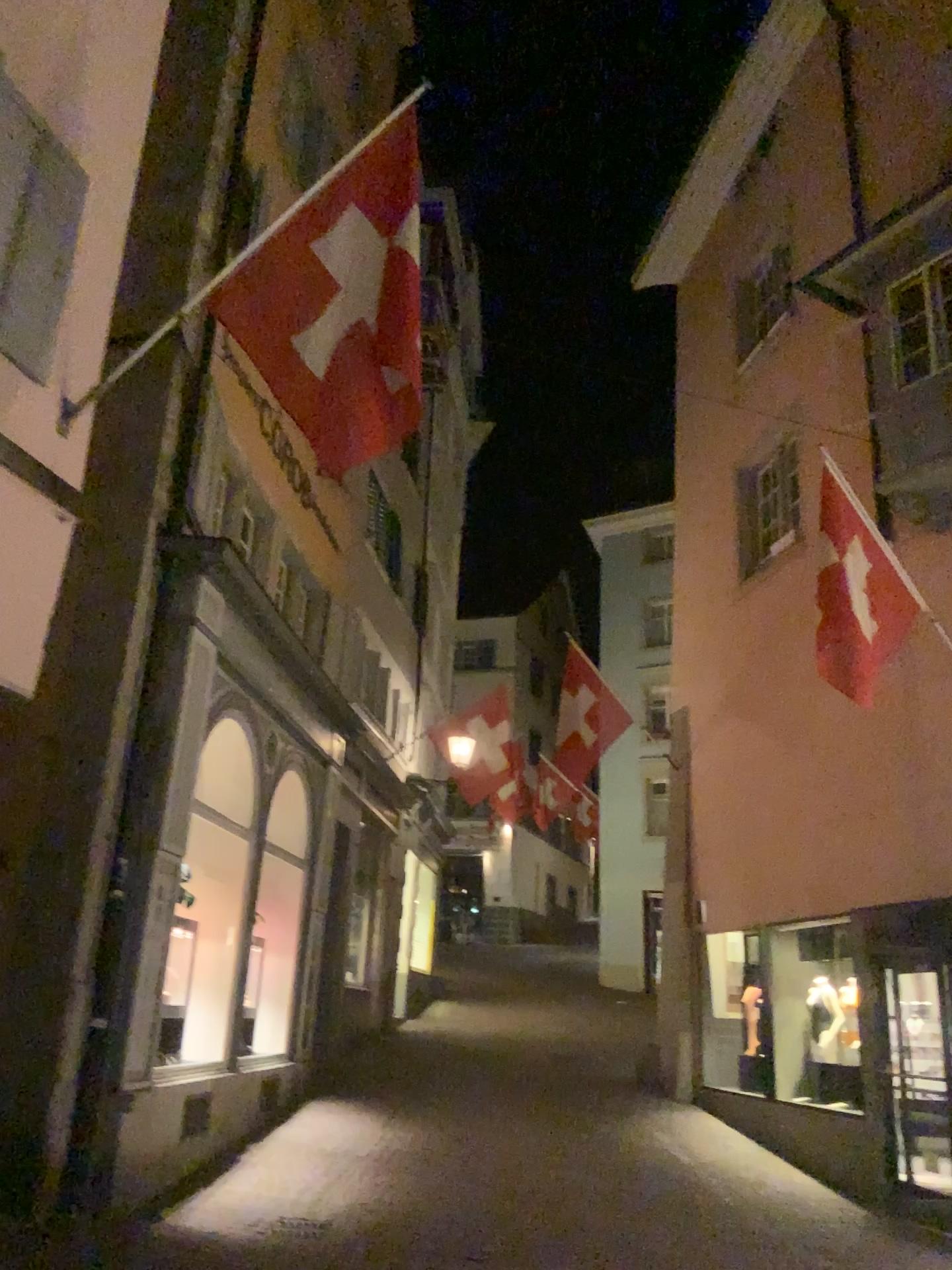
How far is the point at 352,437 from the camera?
4.7m
